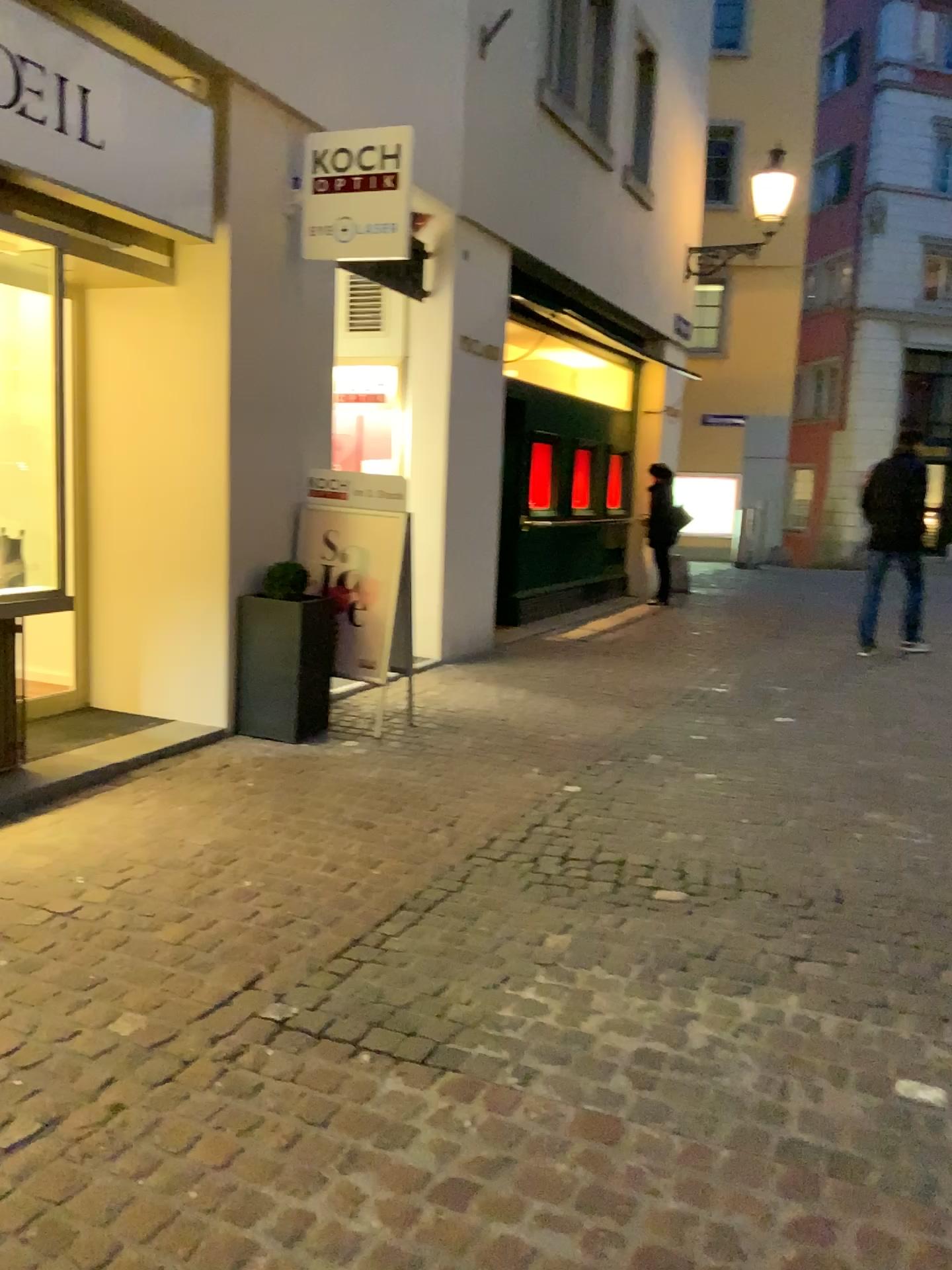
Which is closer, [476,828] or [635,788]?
[476,828]
